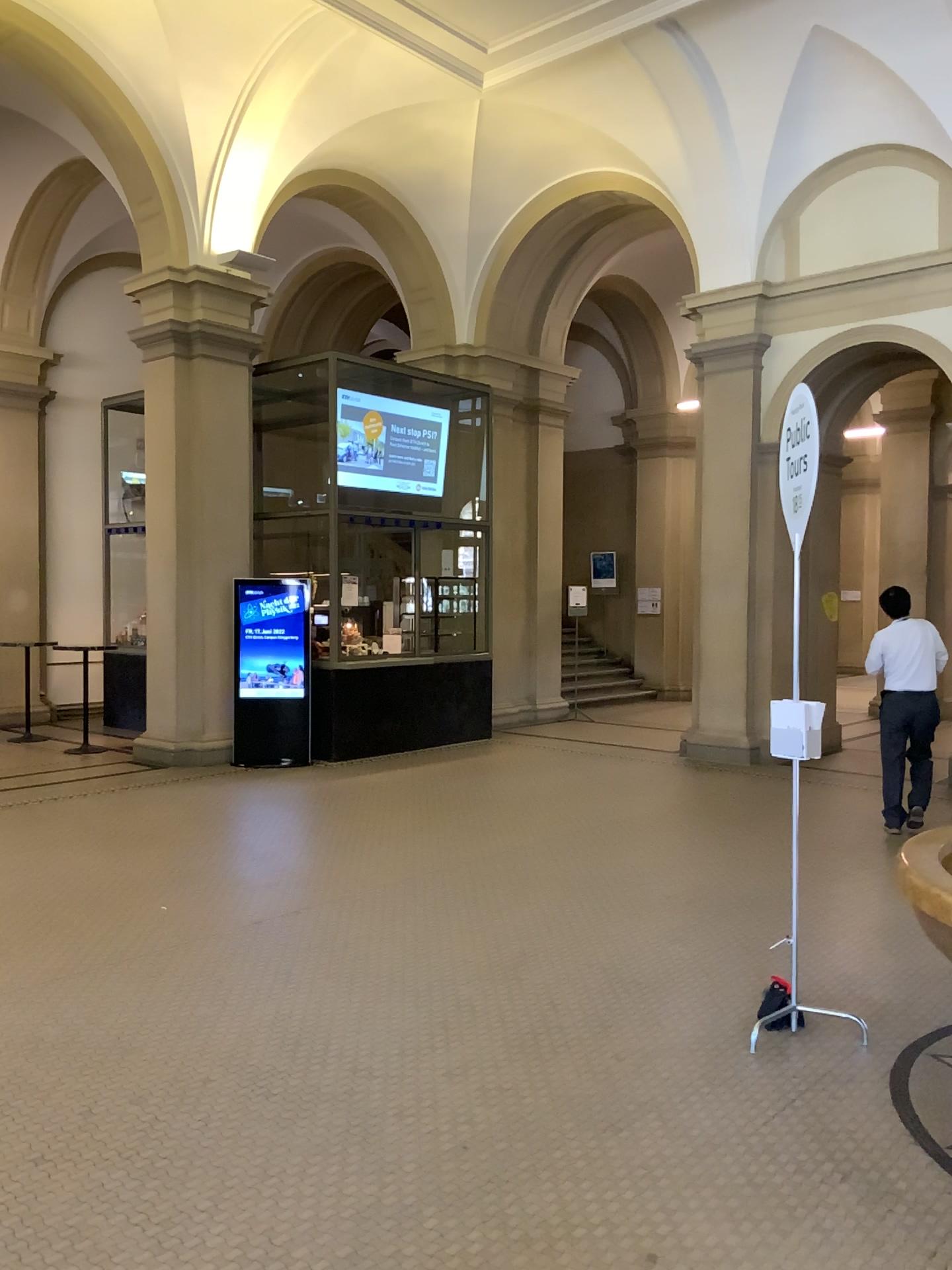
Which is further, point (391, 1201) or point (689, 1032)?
point (689, 1032)
